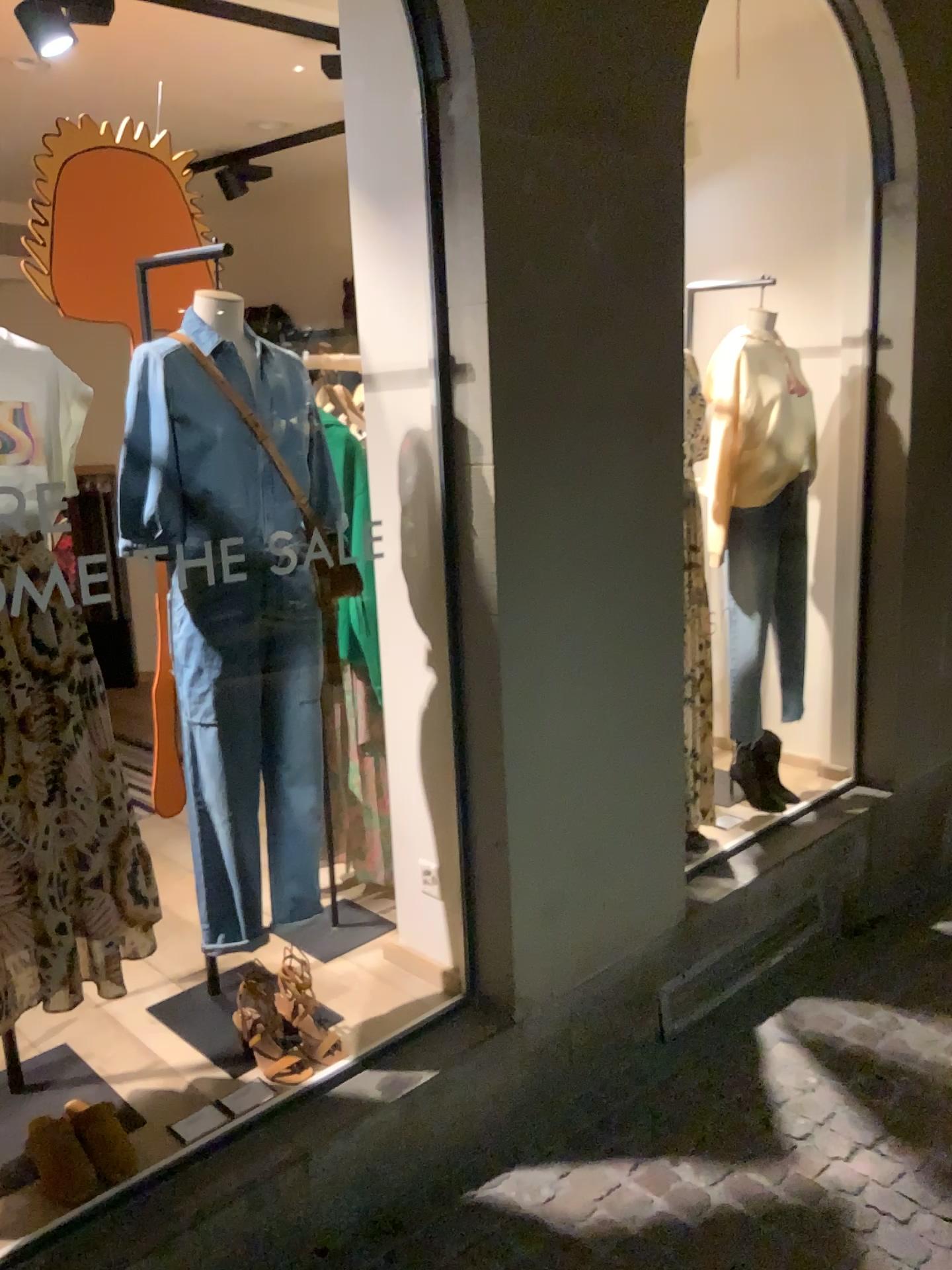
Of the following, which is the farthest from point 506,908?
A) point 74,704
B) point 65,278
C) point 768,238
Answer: point 768,238

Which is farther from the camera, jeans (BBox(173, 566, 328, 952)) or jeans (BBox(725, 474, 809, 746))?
jeans (BBox(725, 474, 809, 746))

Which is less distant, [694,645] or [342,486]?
[342,486]

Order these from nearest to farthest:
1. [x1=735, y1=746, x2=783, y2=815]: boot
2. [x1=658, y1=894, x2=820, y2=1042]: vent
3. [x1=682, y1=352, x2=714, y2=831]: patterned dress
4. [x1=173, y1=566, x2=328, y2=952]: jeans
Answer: [x1=173, y1=566, x2=328, y2=952]: jeans, [x1=658, y1=894, x2=820, y2=1042]: vent, [x1=682, y1=352, x2=714, y2=831]: patterned dress, [x1=735, y1=746, x2=783, y2=815]: boot

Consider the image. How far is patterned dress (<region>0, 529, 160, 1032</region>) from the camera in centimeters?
178cm

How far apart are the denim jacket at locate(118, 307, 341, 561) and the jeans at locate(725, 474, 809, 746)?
1.7m

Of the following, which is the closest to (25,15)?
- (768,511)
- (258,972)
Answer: (258,972)

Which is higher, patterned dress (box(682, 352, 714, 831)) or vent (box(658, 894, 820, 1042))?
patterned dress (box(682, 352, 714, 831))

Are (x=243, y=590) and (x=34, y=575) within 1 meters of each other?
yes

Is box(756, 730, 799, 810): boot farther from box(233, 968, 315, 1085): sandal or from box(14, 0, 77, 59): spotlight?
box(14, 0, 77, 59): spotlight
